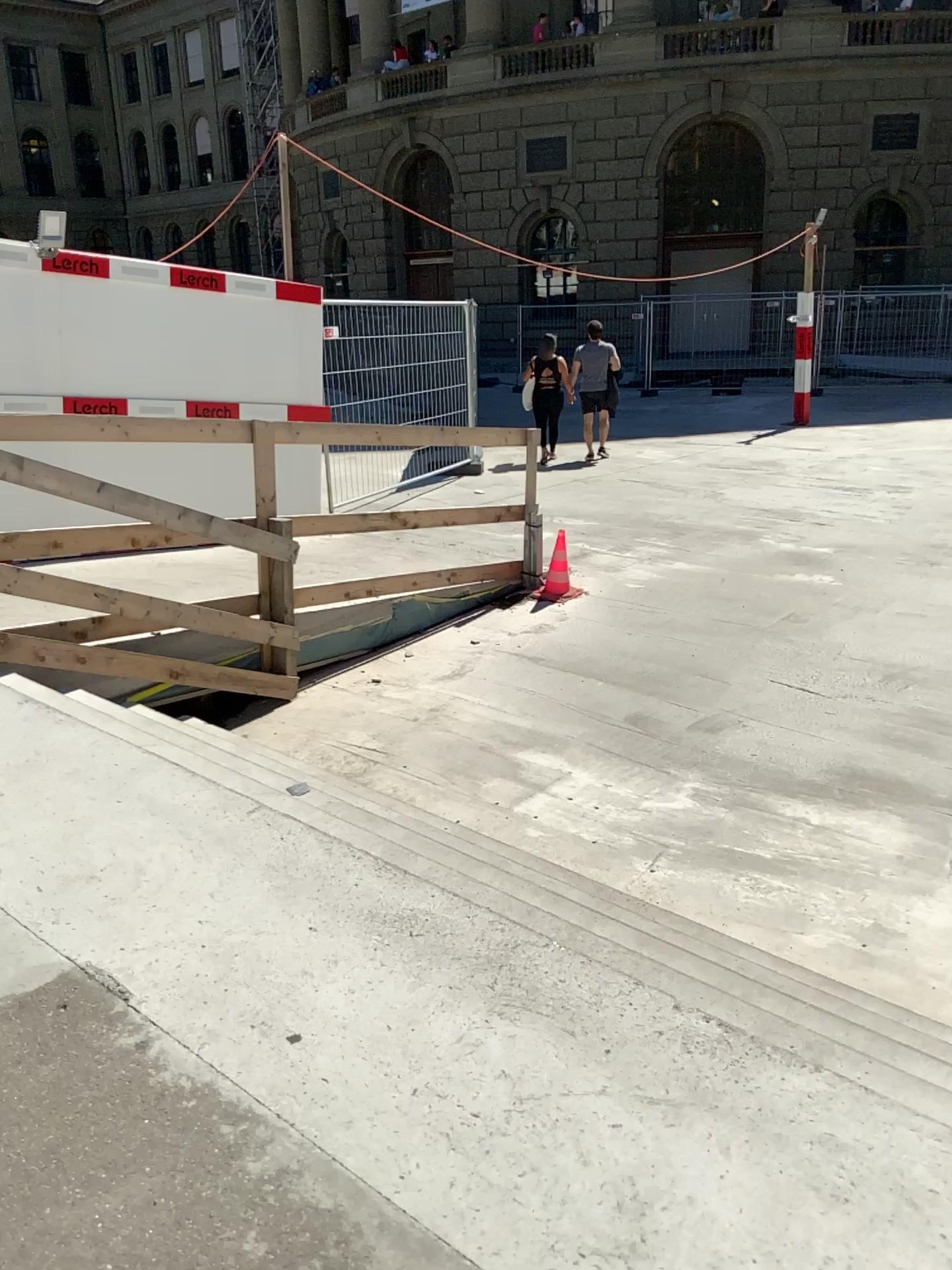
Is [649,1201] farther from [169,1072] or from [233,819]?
[233,819]
